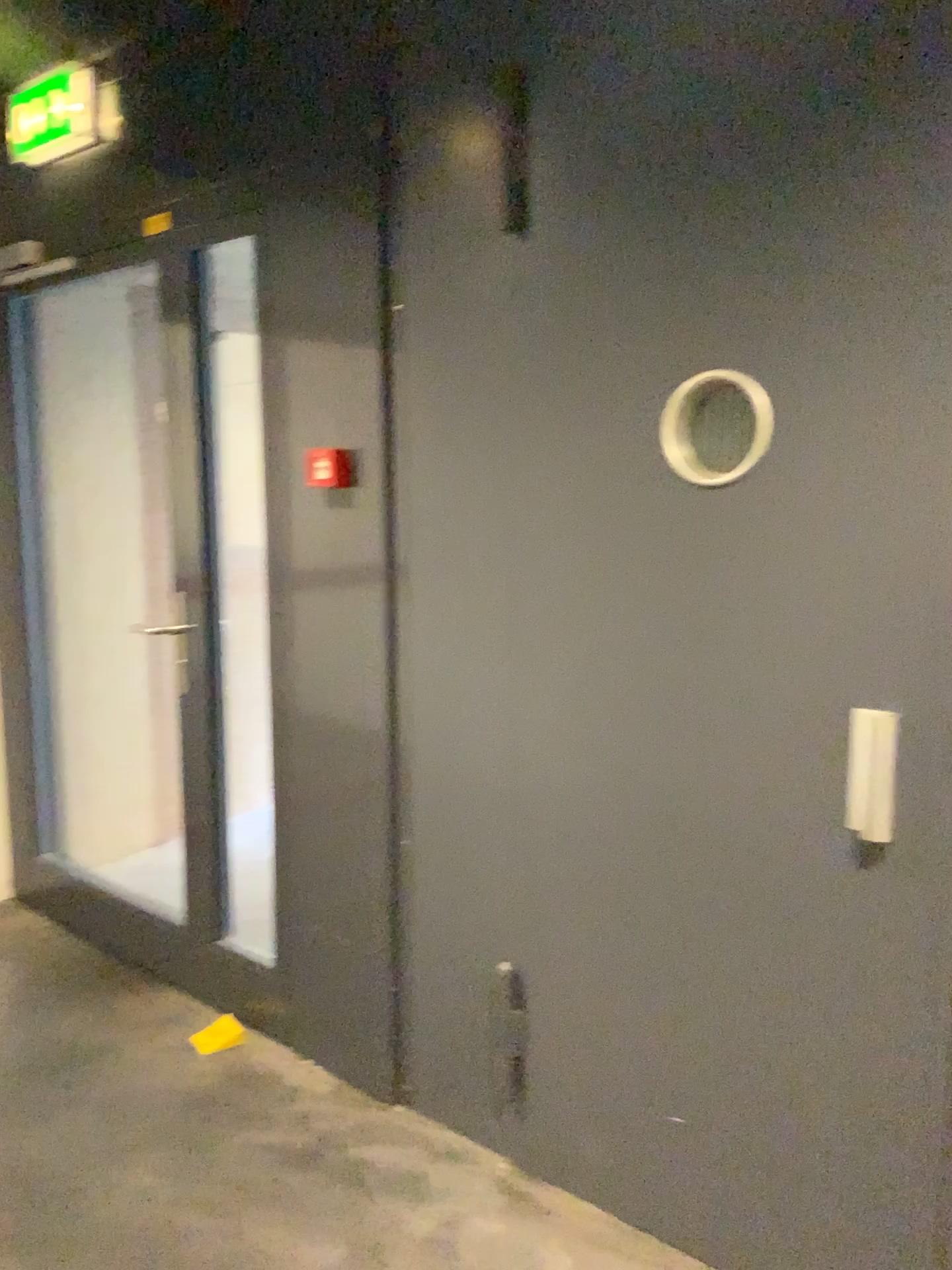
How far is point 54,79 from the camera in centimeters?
283cm

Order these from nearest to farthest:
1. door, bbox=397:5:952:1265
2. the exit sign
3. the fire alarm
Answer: door, bbox=397:5:952:1265 → the fire alarm → the exit sign

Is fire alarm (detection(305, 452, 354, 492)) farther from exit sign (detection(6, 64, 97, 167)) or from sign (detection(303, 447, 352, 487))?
exit sign (detection(6, 64, 97, 167))

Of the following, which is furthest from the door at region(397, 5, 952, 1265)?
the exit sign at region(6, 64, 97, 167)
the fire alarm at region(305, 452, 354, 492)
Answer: the exit sign at region(6, 64, 97, 167)

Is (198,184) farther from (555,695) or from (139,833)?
(139,833)

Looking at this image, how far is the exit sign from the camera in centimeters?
283cm

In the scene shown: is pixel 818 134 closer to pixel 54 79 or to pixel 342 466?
pixel 342 466

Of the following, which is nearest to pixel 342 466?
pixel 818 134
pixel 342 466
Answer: pixel 342 466

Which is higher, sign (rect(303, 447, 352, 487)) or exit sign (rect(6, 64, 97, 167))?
exit sign (rect(6, 64, 97, 167))

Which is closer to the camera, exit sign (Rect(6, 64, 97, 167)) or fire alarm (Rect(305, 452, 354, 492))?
fire alarm (Rect(305, 452, 354, 492))
